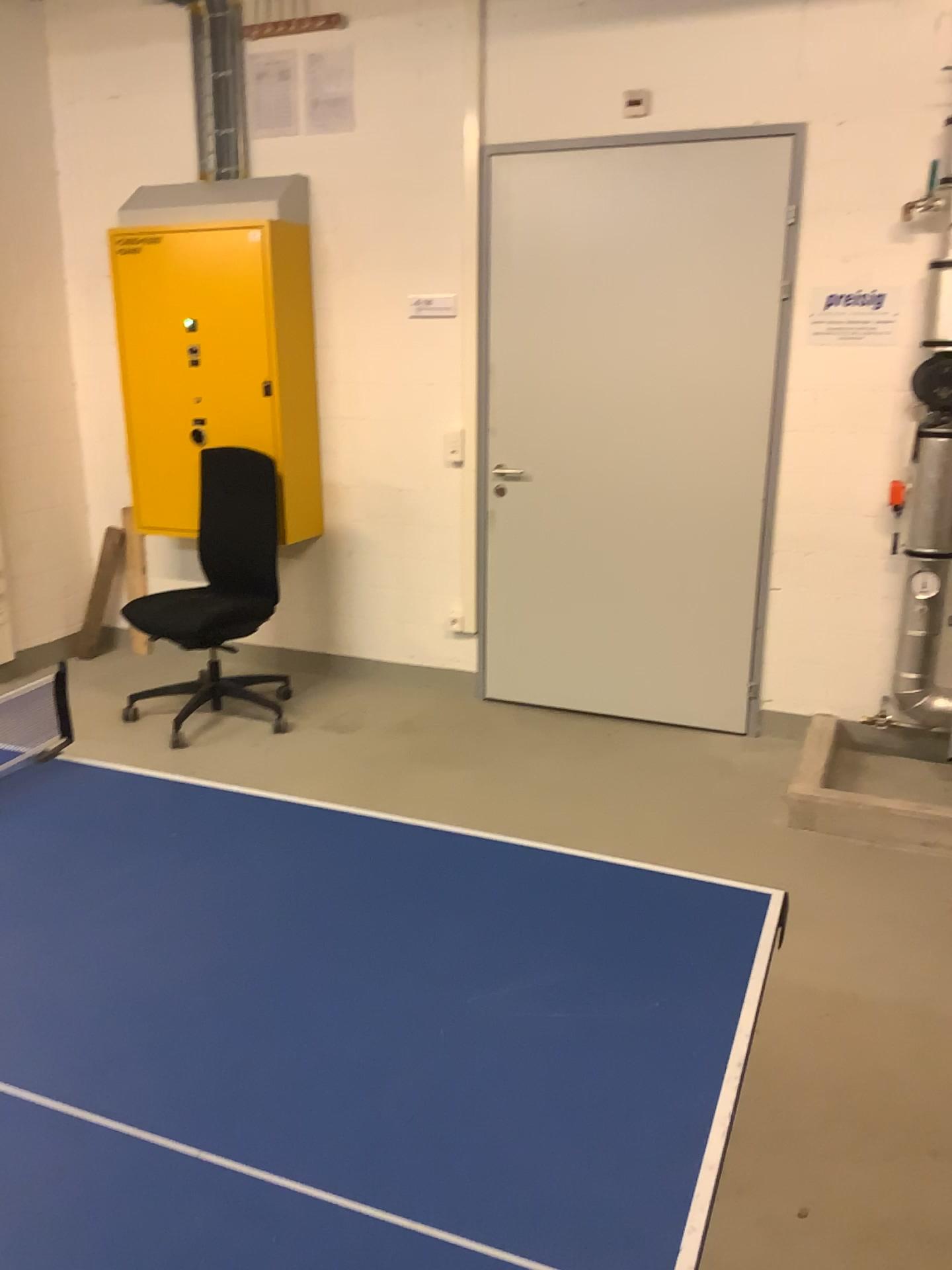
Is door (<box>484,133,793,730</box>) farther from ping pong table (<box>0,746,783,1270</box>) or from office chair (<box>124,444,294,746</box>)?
ping pong table (<box>0,746,783,1270</box>)

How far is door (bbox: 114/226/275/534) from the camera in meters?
4.3

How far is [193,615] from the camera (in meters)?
4.13

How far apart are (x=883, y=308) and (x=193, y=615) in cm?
278

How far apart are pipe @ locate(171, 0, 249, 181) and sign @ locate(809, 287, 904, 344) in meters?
2.5 m

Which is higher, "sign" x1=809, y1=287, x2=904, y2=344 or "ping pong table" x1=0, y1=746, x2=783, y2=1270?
"sign" x1=809, y1=287, x2=904, y2=344

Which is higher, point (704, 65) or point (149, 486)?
point (704, 65)

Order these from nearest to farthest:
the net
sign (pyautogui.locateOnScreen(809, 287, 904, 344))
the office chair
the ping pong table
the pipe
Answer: the ping pong table
the net
sign (pyautogui.locateOnScreen(809, 287, 904, 344))
the office chair
the pipe

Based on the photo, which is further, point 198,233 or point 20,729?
A: point 198,233

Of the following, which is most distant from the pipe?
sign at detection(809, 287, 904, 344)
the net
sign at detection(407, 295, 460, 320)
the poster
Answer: the net
